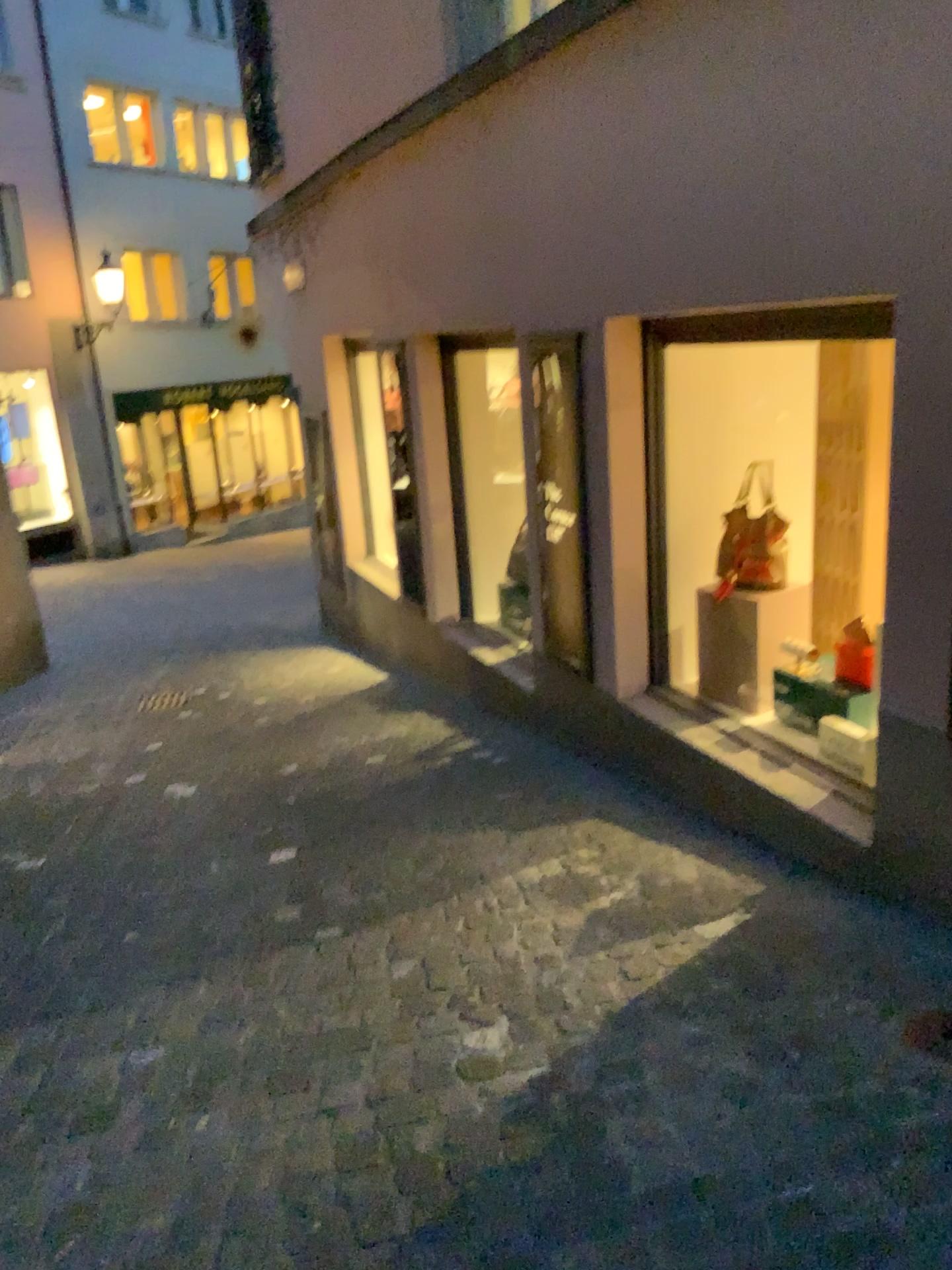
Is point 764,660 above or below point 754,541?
below

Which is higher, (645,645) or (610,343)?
(610,343)

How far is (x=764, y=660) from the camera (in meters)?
3.88

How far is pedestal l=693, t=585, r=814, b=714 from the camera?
3.9 meters
